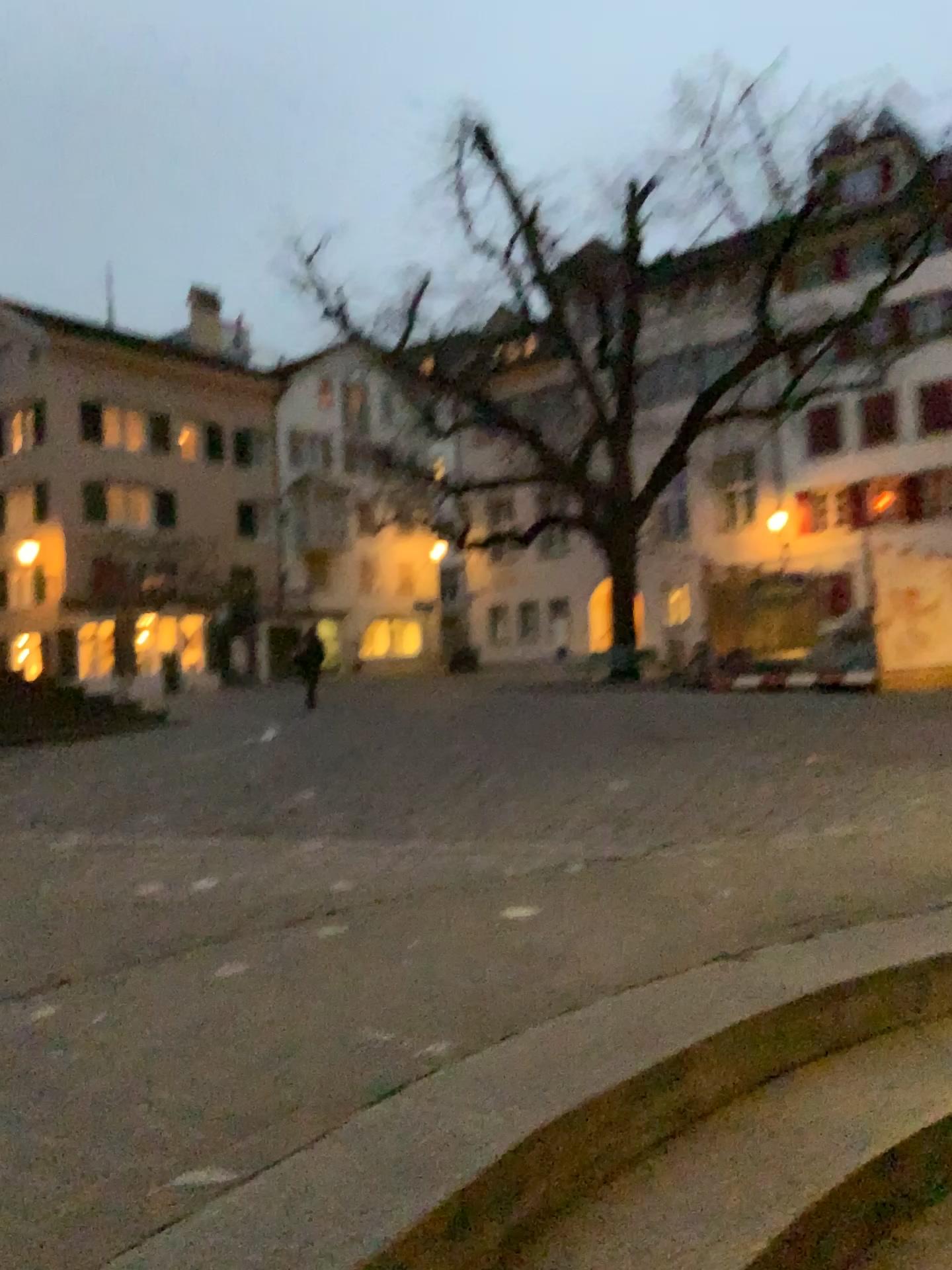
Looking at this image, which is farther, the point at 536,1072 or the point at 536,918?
the point at 536,918
